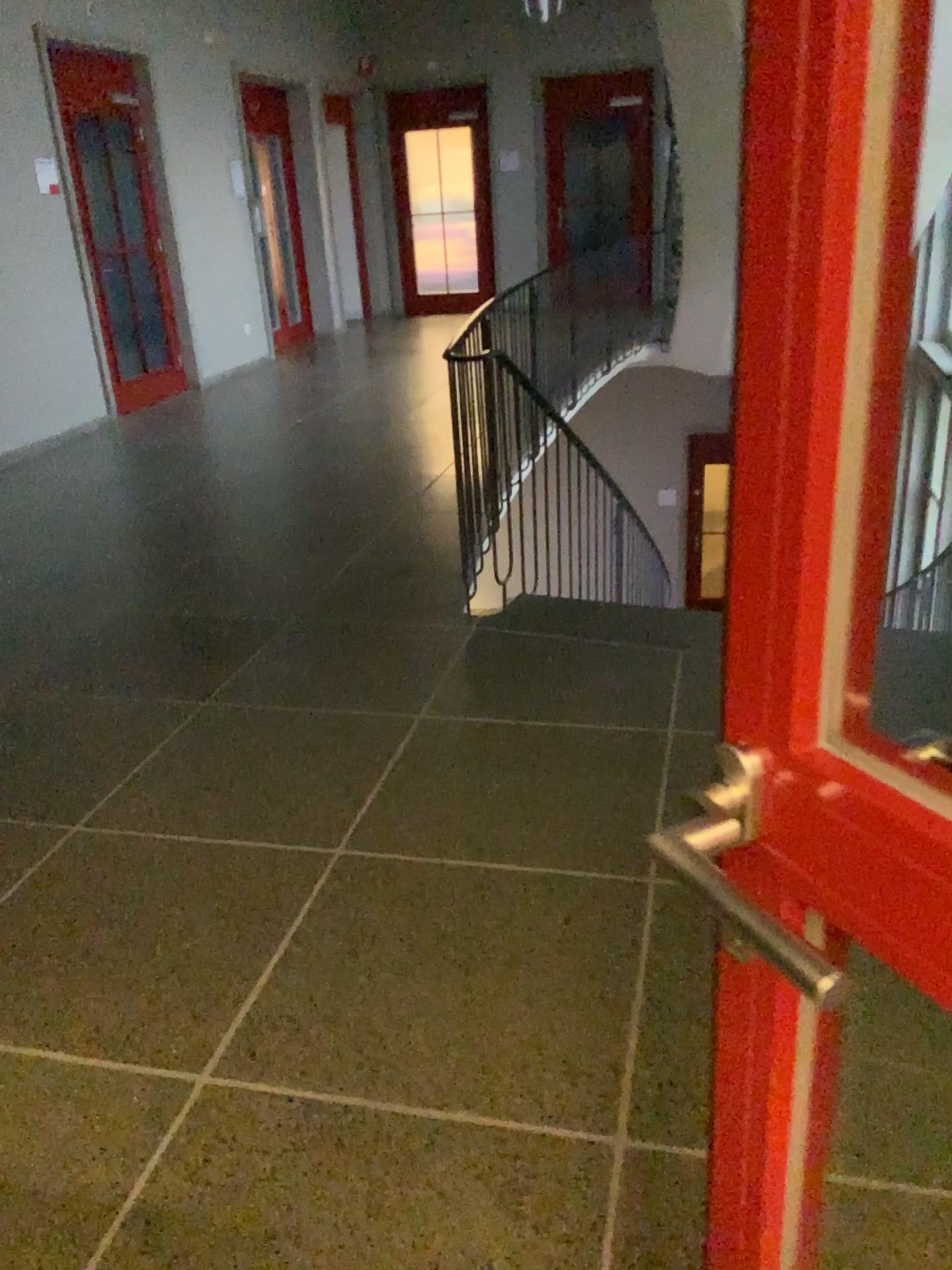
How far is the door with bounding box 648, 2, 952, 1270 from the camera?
0.5 meters

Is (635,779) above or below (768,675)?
below

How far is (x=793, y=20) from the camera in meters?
0.5
